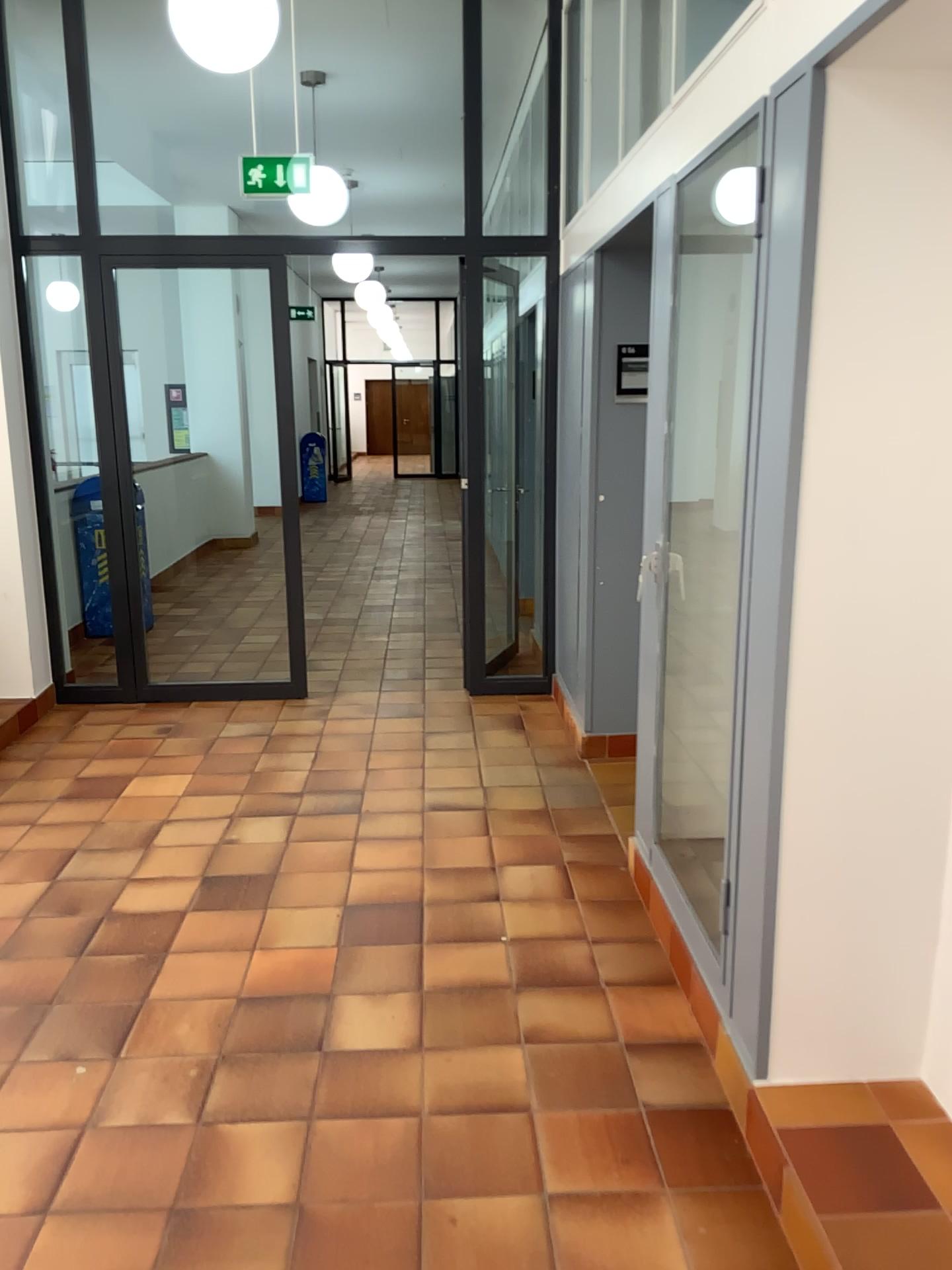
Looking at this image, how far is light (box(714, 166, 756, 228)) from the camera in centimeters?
301cm

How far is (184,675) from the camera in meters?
5.8 m

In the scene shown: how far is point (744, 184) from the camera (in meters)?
3.01
